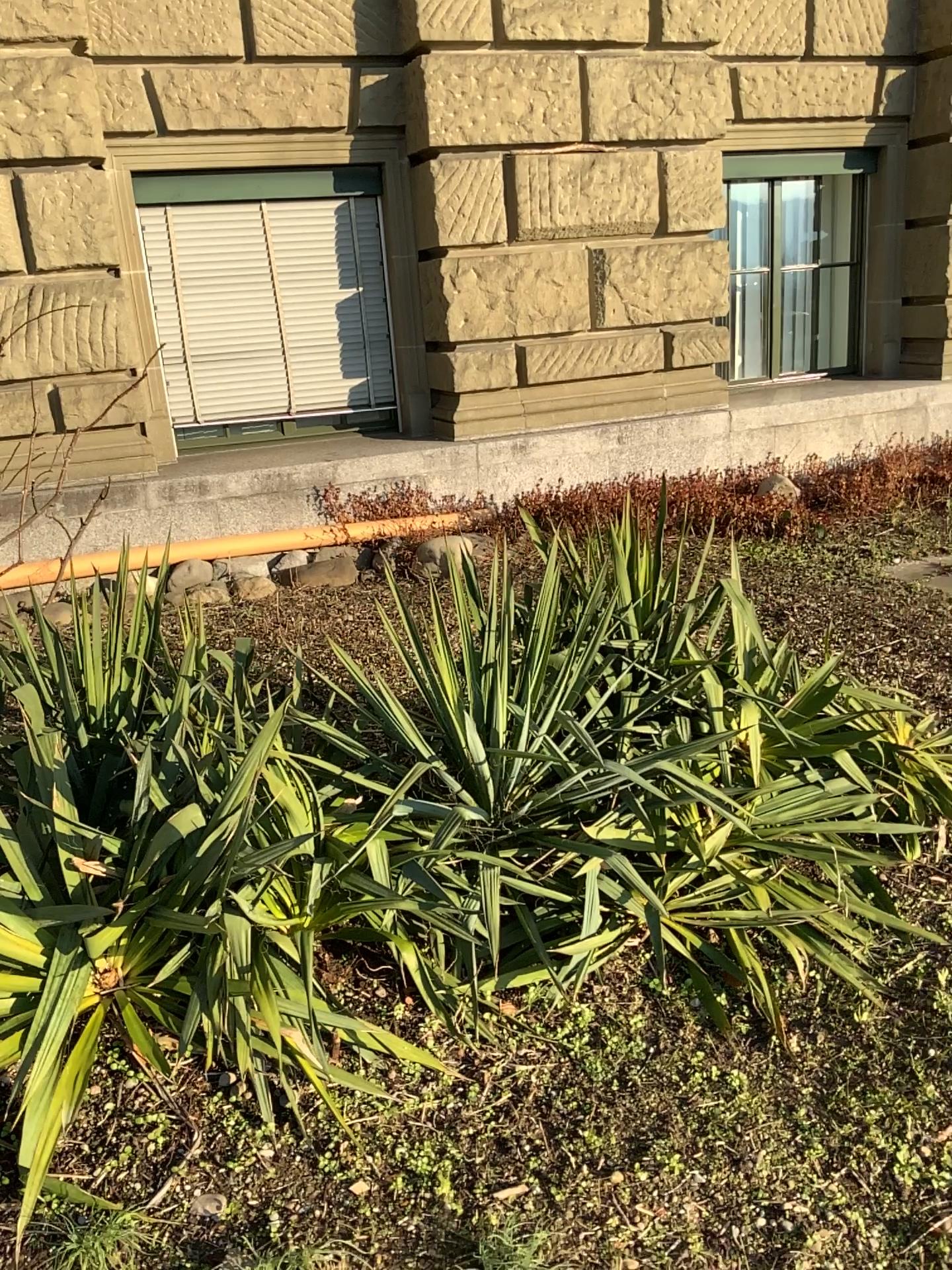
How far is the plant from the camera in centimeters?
159cm

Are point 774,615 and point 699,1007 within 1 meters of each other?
no

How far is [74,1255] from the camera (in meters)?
1.59
